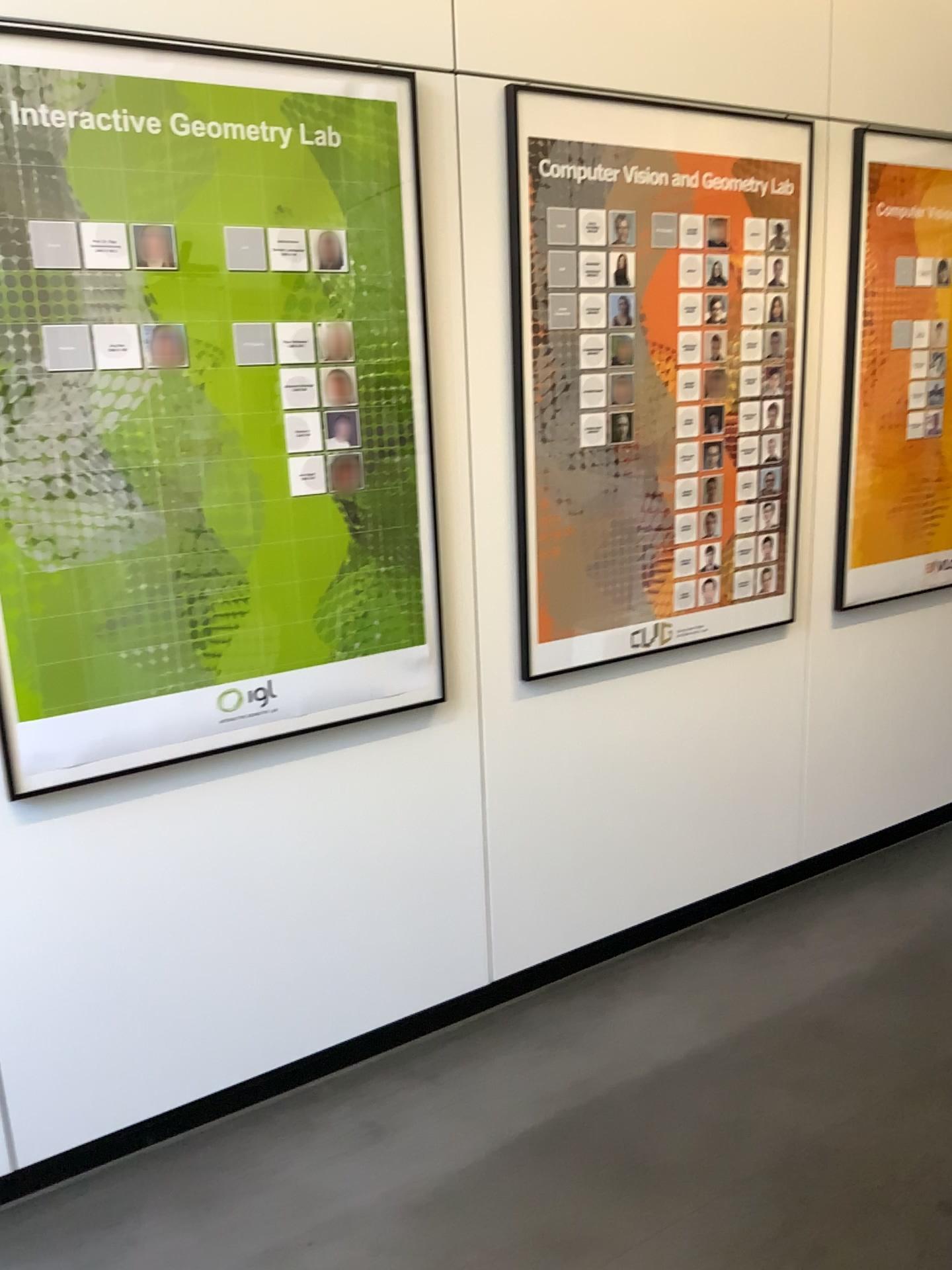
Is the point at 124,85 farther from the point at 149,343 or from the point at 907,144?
the point at 907,144

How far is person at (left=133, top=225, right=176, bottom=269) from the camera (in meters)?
1.86

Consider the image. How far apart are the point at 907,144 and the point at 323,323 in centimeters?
187cm

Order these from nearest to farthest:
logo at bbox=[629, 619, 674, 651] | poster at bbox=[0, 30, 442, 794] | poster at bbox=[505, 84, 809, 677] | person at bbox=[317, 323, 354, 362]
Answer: poster at bbox=[0, 30, 442, 794] < person at bbox=[317, 323, 354, 362] < poster at bbox=[505, 84, 809, 677] < logo at bbox=[629, 619, 674, 651]

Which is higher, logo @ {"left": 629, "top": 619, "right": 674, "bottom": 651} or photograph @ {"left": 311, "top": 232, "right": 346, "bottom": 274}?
photograph @ {"left": 311, "top": 232, "right": 346, "bottom": 274}

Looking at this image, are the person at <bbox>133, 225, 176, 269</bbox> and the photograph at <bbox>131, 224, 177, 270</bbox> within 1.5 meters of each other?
yes

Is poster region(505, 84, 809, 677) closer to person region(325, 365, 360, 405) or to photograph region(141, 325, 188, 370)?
person region(325, 365, 360, 405)

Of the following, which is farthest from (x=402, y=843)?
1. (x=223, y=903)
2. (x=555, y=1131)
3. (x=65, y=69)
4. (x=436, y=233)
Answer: (x=65, y=69)

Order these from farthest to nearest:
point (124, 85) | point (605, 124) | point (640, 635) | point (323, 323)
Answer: point (640, 635)
point (605, 124)
point (323, 323)
point (124, 85)

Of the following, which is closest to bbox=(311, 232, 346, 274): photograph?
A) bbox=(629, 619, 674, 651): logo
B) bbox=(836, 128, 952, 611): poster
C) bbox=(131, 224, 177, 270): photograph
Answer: bbox=(131, 224, 177, 270): photograph
